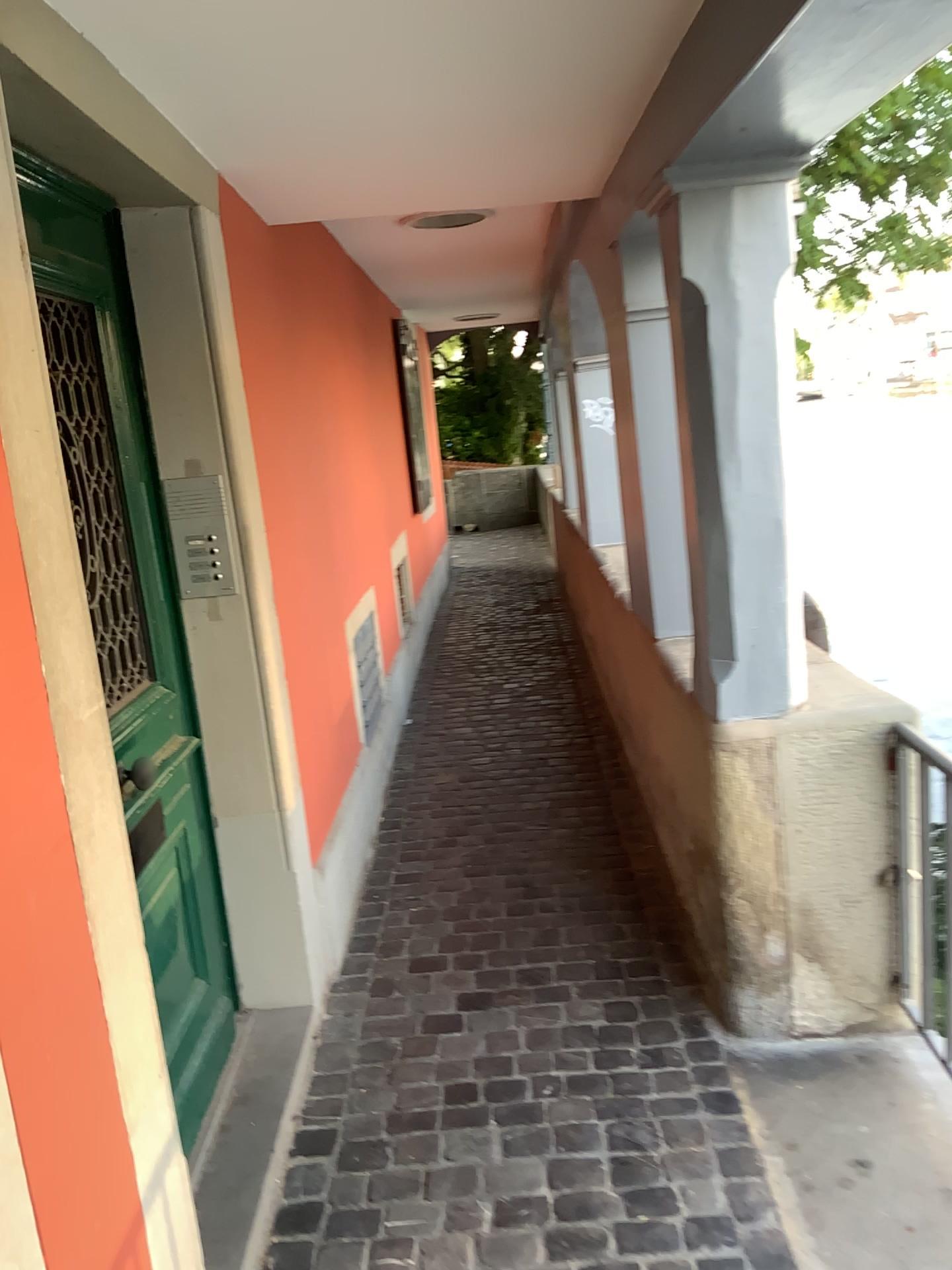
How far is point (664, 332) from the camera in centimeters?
286cm

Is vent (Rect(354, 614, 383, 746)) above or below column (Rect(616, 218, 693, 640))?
below

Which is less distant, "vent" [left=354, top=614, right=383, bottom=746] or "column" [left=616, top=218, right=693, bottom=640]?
"column" [left=616, top=218, right=693, bottom=640]

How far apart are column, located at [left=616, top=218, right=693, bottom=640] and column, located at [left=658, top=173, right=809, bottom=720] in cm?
41

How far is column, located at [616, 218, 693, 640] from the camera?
2.9 meters

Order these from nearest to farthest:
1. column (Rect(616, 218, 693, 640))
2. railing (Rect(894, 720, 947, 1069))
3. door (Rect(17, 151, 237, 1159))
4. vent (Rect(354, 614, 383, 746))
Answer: door (Rect(17, 151, 237, 1159)) < railing (Rect(894, 720, 947, 1069)) < column (Rect(616, 218, 693, 640)) < vent (Rect(354, 614, 383, 746))

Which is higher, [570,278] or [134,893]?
[570,278]

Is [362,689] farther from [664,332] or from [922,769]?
[922,769]

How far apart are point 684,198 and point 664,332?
0.7m

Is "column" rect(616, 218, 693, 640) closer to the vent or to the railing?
the railing
